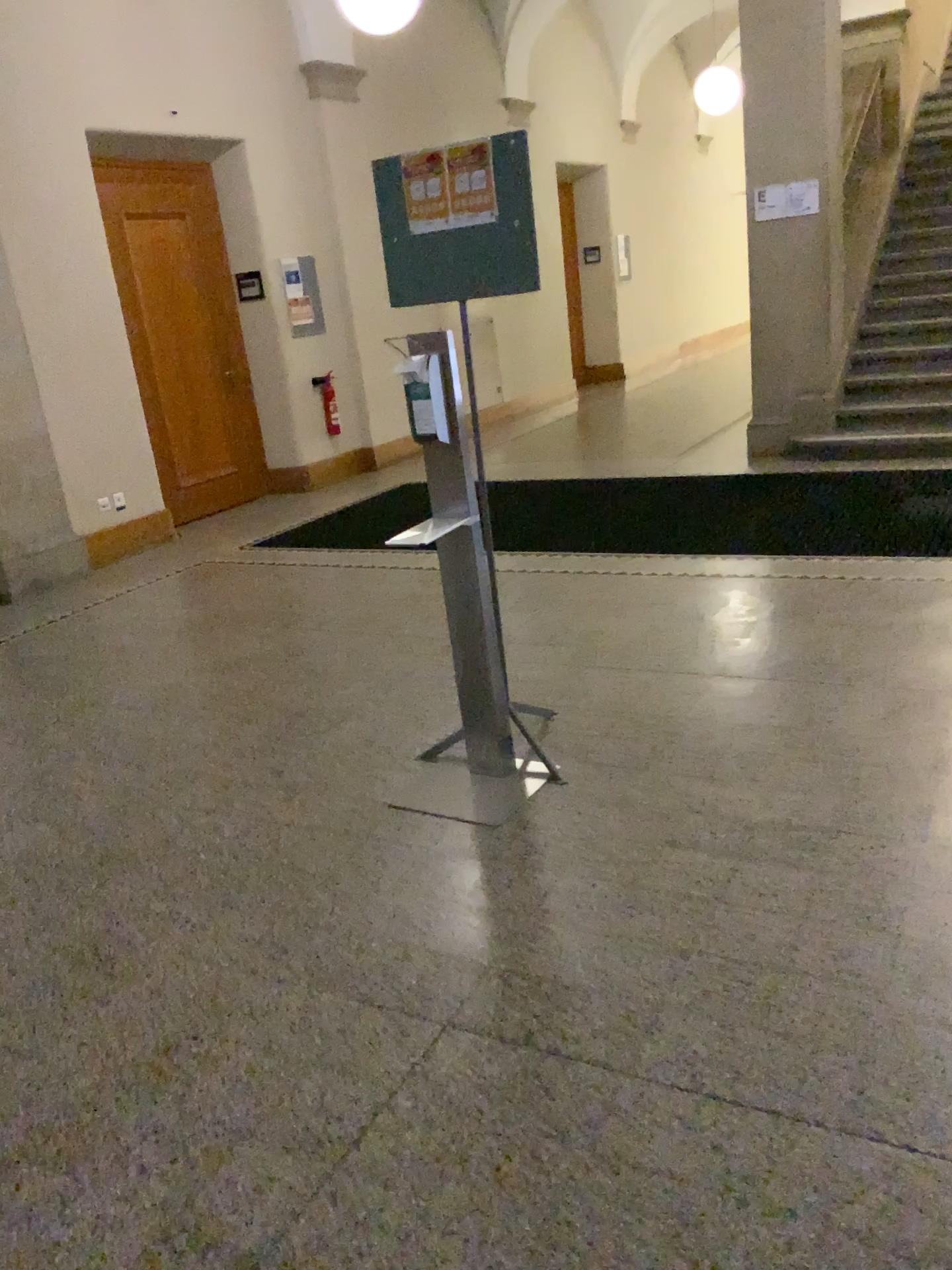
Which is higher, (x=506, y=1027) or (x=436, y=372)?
(x=436, y=372)

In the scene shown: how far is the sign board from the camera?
2.83m

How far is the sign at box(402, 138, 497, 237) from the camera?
2.85m

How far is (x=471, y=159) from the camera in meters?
2.8 m

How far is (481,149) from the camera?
2.8m
